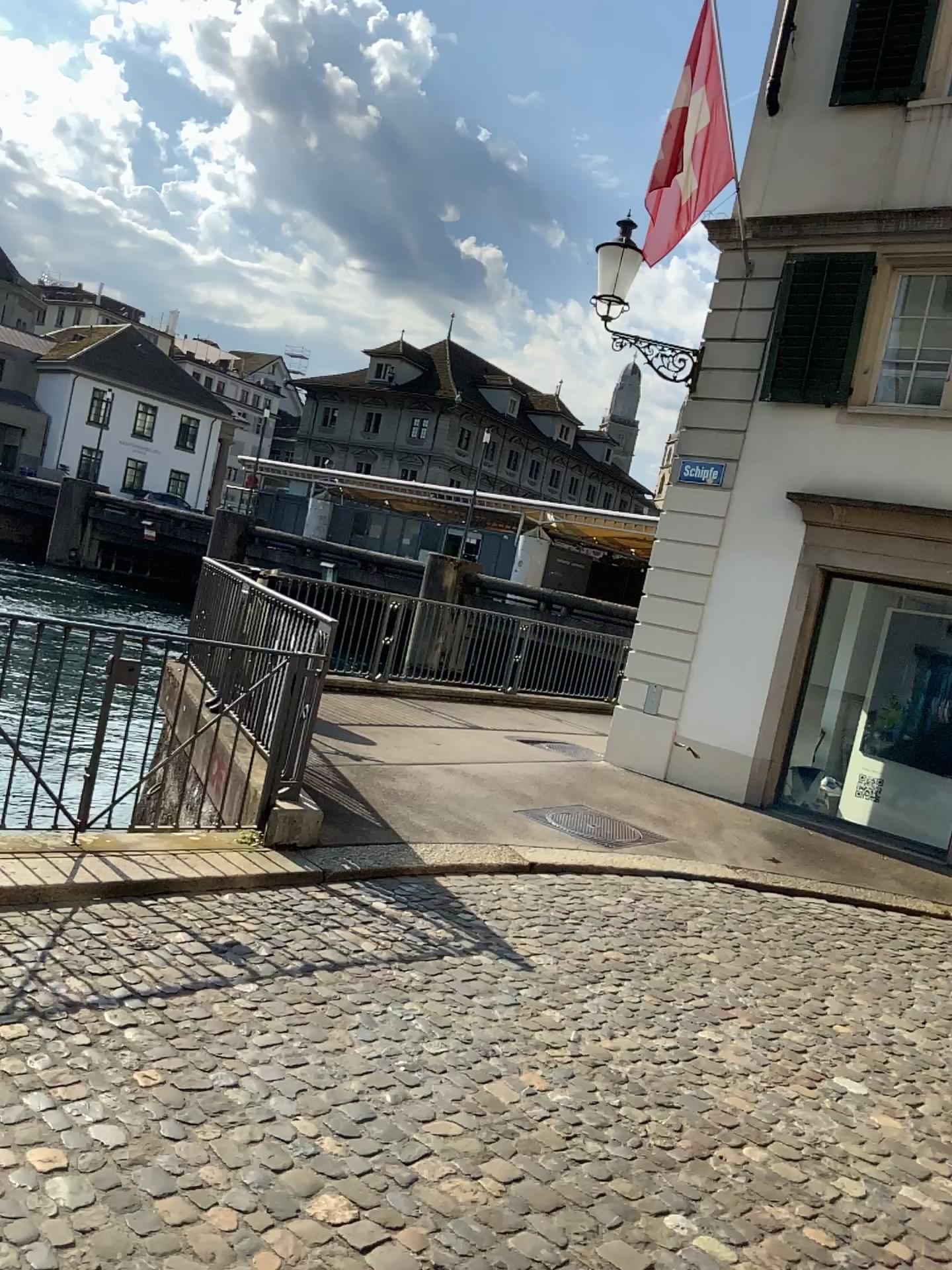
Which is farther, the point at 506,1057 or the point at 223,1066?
the point at 506,1057
